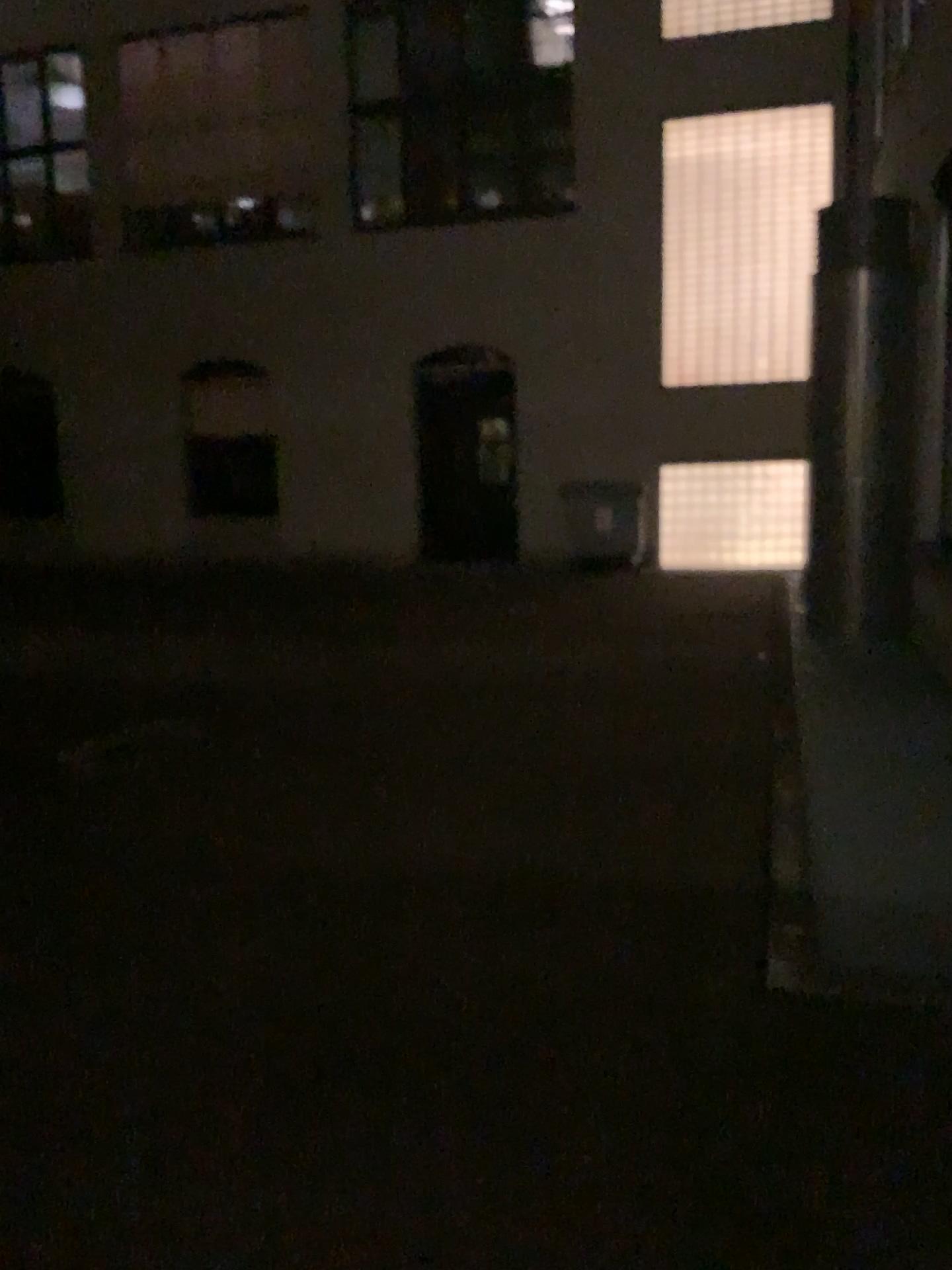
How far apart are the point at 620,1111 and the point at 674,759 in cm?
287
